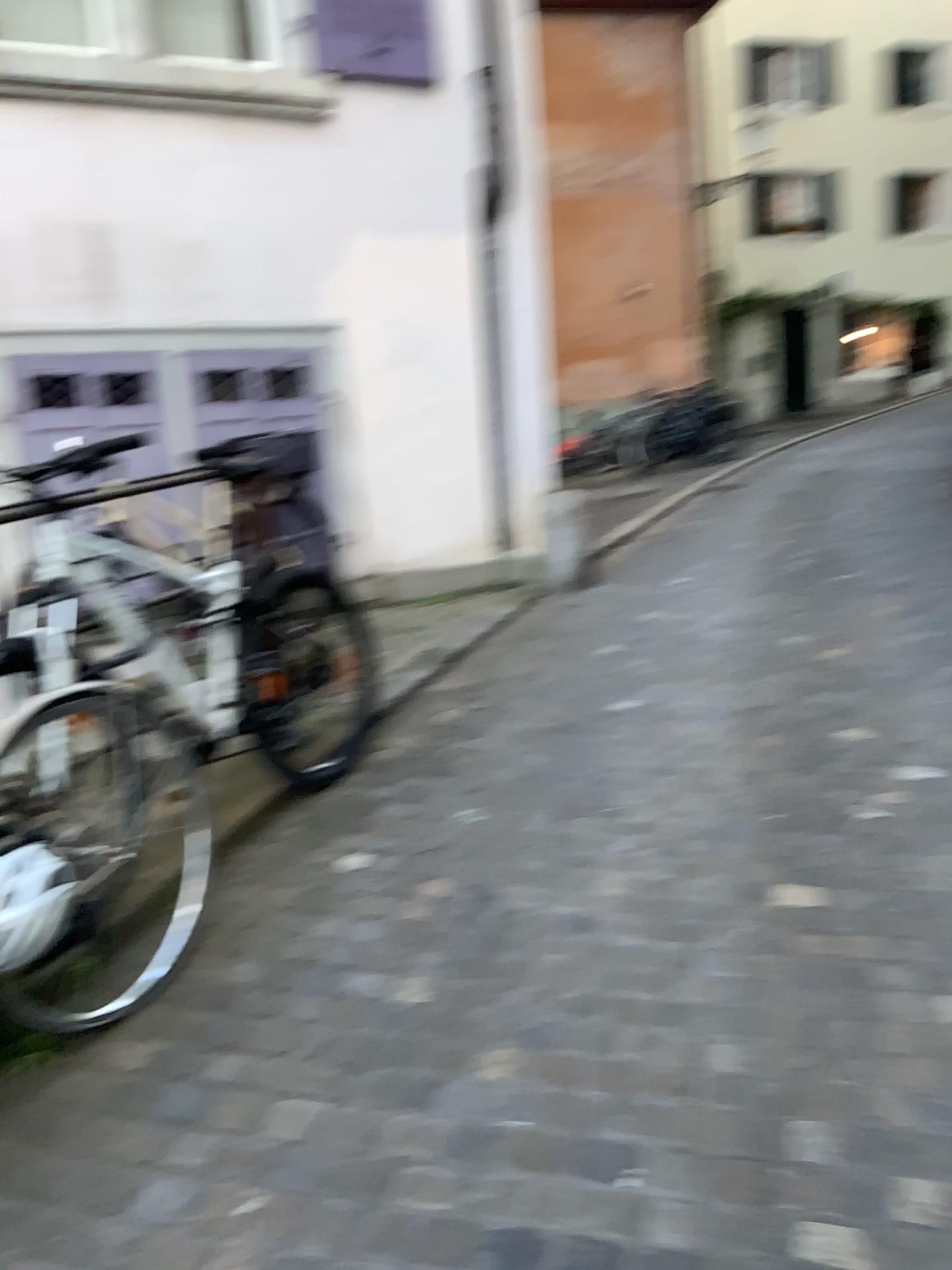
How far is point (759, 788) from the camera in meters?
3.3
